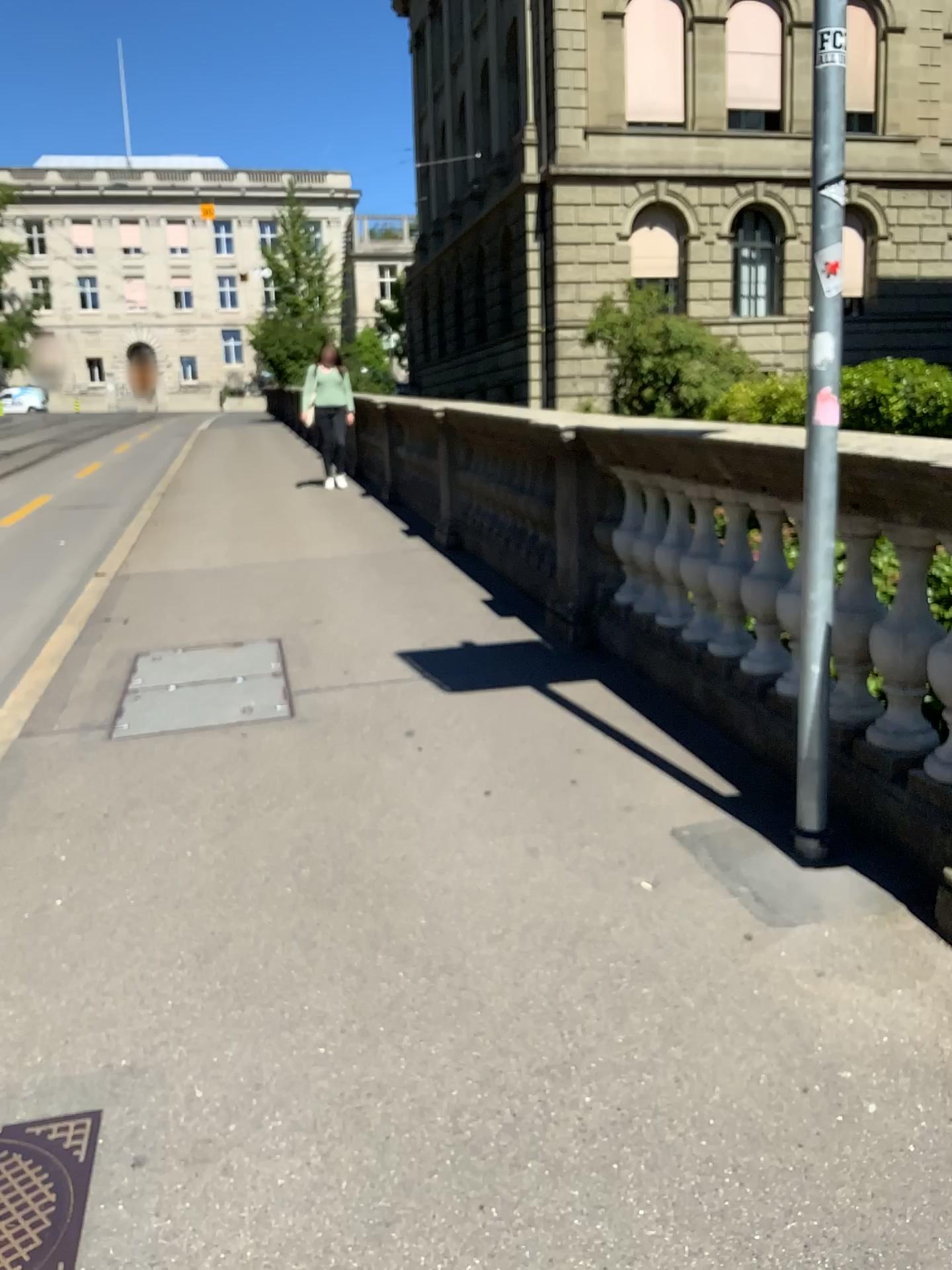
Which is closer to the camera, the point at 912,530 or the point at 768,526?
the point at 912,530

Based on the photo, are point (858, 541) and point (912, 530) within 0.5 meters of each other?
yes

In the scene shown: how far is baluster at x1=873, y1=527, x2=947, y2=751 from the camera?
2.94m

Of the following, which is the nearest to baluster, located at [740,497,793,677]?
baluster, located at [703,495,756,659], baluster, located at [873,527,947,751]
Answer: baluster, located at [703,495,756,659]

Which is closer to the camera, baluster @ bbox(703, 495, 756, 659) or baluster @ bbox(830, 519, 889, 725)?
baluster @ bbox(830, 519, 889, 725)

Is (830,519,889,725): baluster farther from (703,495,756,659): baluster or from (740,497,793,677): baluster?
(703,495,756,659): baluster

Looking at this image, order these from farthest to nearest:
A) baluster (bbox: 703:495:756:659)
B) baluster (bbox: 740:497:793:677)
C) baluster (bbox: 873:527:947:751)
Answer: baluster (bbox: 703:495:756:659) < baluster (bbox: 740:497:793:677) < baluster (bbox: 873:527:947:751)

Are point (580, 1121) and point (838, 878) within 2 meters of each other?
yes

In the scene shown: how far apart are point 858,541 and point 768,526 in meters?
0.4

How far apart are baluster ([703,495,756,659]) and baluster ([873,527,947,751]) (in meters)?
0.73
